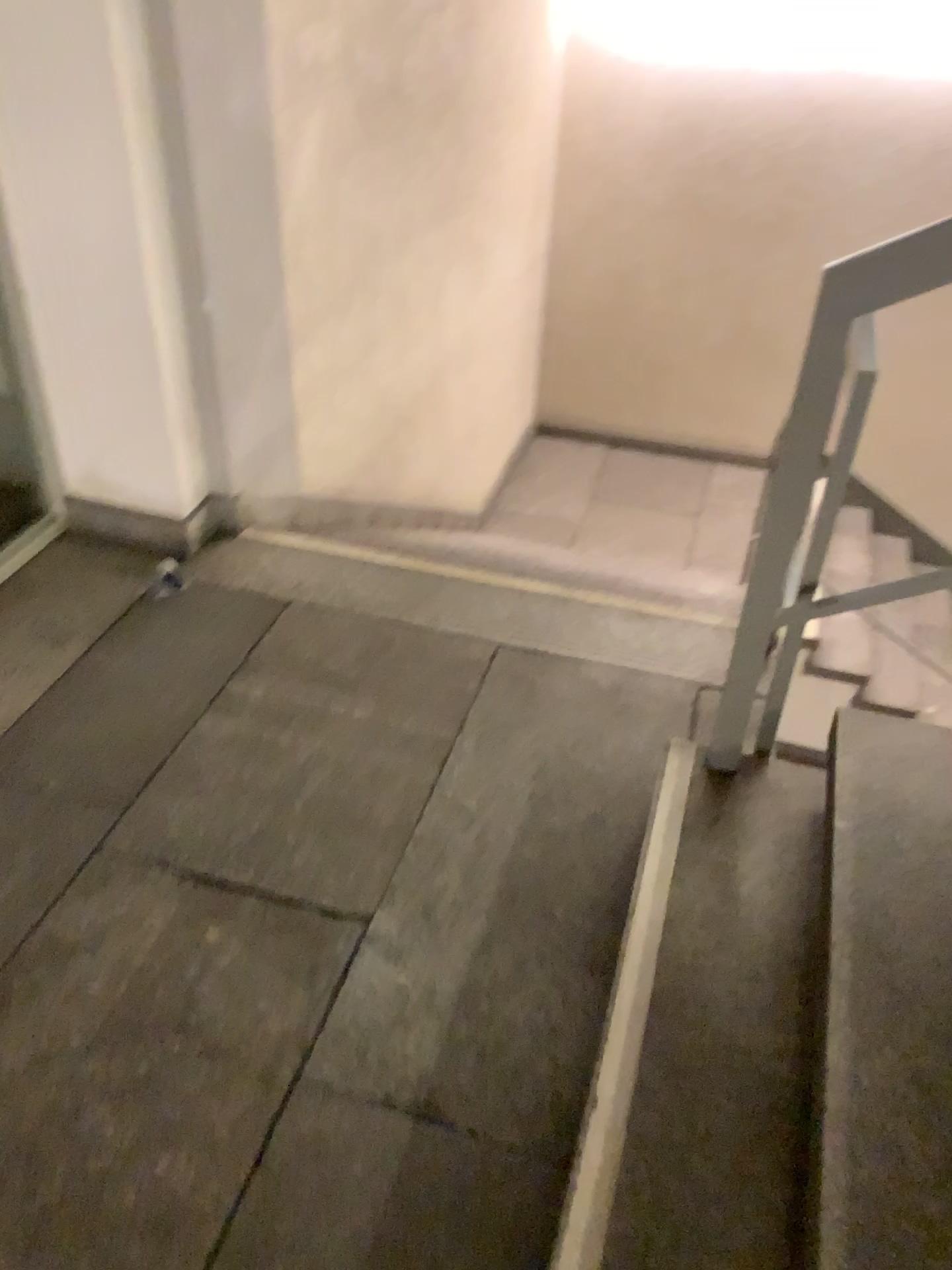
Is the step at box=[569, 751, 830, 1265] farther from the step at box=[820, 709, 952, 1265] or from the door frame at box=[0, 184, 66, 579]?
the door frame at box=[0, 184, 66, 579]

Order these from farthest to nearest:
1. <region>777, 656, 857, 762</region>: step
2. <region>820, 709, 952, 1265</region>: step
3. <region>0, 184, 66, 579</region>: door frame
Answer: <region>0, 184, 66, 579</region>: door frame < <region>777, 656, 857, 762</region>: step < <region>820, 709, 952, 1265</region>: step

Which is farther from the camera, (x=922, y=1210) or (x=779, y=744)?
(x=779, y=744)

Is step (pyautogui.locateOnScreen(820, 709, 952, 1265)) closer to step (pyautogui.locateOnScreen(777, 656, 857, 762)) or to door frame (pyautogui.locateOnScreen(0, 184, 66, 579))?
step (pyautogui.locateOnScreen(777, 656, 857, 762))

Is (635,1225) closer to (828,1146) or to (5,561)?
(828,1146)

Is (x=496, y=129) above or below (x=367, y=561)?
above

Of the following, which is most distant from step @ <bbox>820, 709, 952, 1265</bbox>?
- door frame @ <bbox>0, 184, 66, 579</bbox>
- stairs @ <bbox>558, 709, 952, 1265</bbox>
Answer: door frame @ <bbox>0, 184, 66, 579</bbox>

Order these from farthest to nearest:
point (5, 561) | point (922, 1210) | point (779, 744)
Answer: point (5, 561)
point (779, 744)
point (922, 1210)

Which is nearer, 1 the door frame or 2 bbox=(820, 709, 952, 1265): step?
2 bbox=(820, 709, 952, 1265): step
